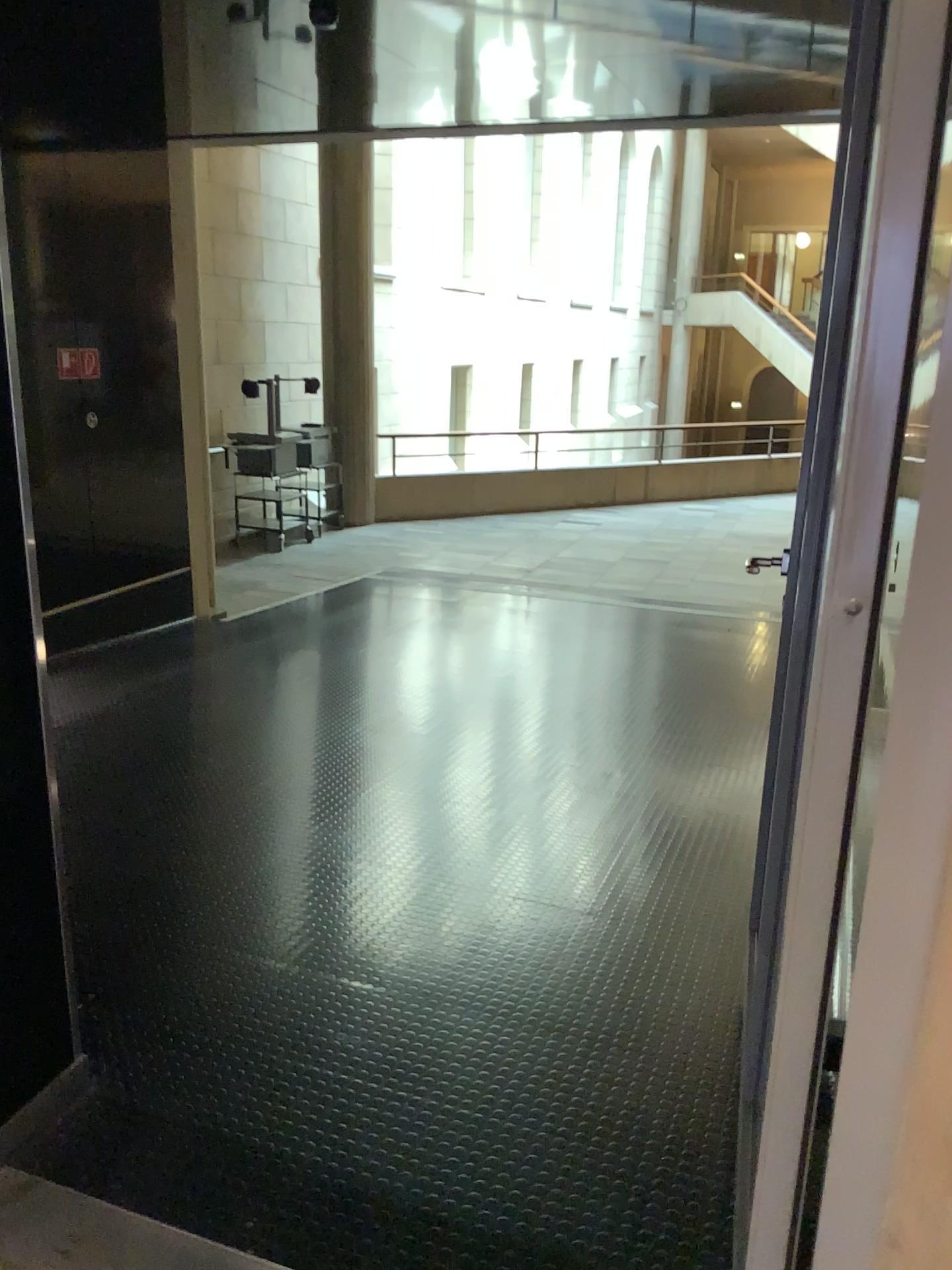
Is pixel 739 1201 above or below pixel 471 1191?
above
